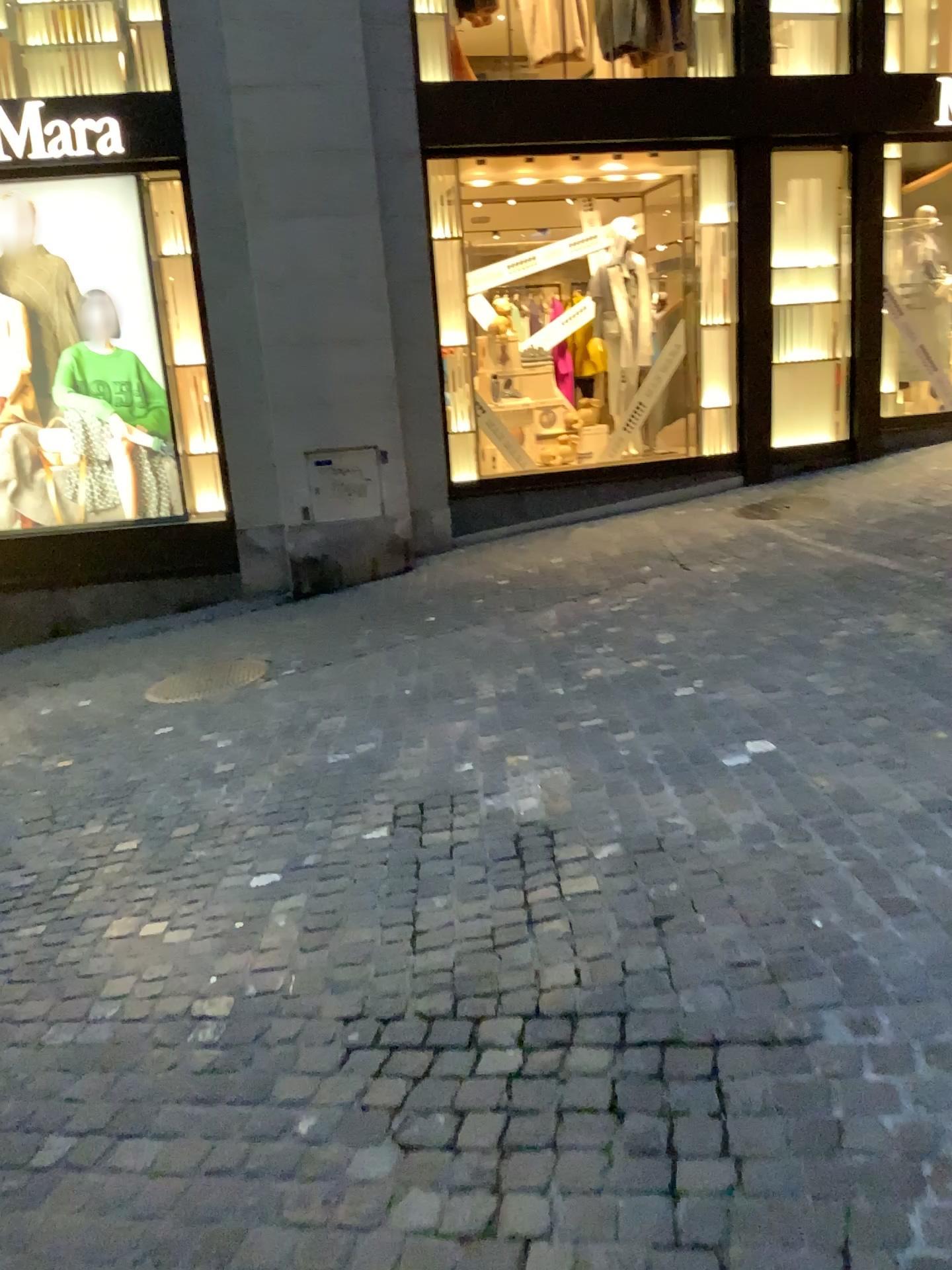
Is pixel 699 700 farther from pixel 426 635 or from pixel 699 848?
pixel 426 635
